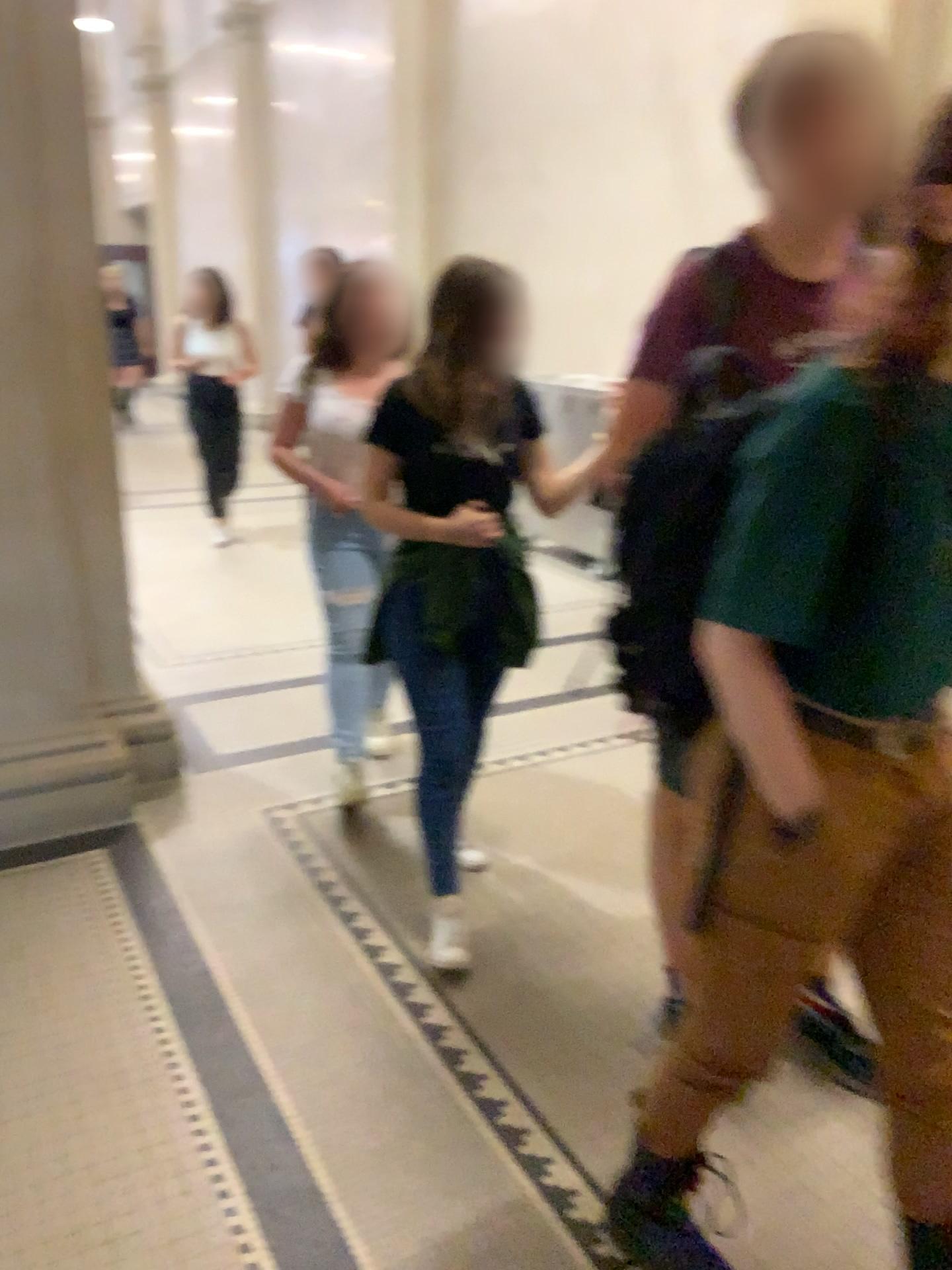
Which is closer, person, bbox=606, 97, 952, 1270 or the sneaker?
person, bbox=606, 97, 952, 1270

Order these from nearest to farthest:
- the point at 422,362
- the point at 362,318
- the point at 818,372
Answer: the point at 818,372 < the point at 422,362 < the point at 362,318

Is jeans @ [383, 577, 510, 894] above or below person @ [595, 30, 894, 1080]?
below

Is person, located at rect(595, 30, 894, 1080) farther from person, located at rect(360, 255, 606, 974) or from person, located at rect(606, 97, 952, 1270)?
person, located at rect(360, 255, 606, 974)

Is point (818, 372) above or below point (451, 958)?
above

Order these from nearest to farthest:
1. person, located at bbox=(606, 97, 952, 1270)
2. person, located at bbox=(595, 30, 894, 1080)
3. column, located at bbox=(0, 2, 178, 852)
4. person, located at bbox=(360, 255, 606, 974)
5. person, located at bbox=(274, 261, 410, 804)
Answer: person, located at bbox=(606, 97, 952, 1270)
person, located at bbox=(595, 30, 894, 1080)
person, located at bbox=(360, 255, 606, 974)
column, located at bbox=(0, 2, 178, 852)
person, located at bbox=(274, 261, 410, 804)

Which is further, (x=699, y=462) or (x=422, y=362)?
(x=422, y=362)

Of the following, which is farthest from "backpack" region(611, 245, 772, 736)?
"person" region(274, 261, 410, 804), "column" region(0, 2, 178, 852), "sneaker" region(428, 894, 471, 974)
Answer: "column" region(0, 2, 178, 852)

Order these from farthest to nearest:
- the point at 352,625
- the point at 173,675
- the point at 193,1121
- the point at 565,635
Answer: the point at 565,635, the point at 173,675, the point at 352,625, the point at 193,1121

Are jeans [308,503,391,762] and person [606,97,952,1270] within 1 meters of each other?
no
